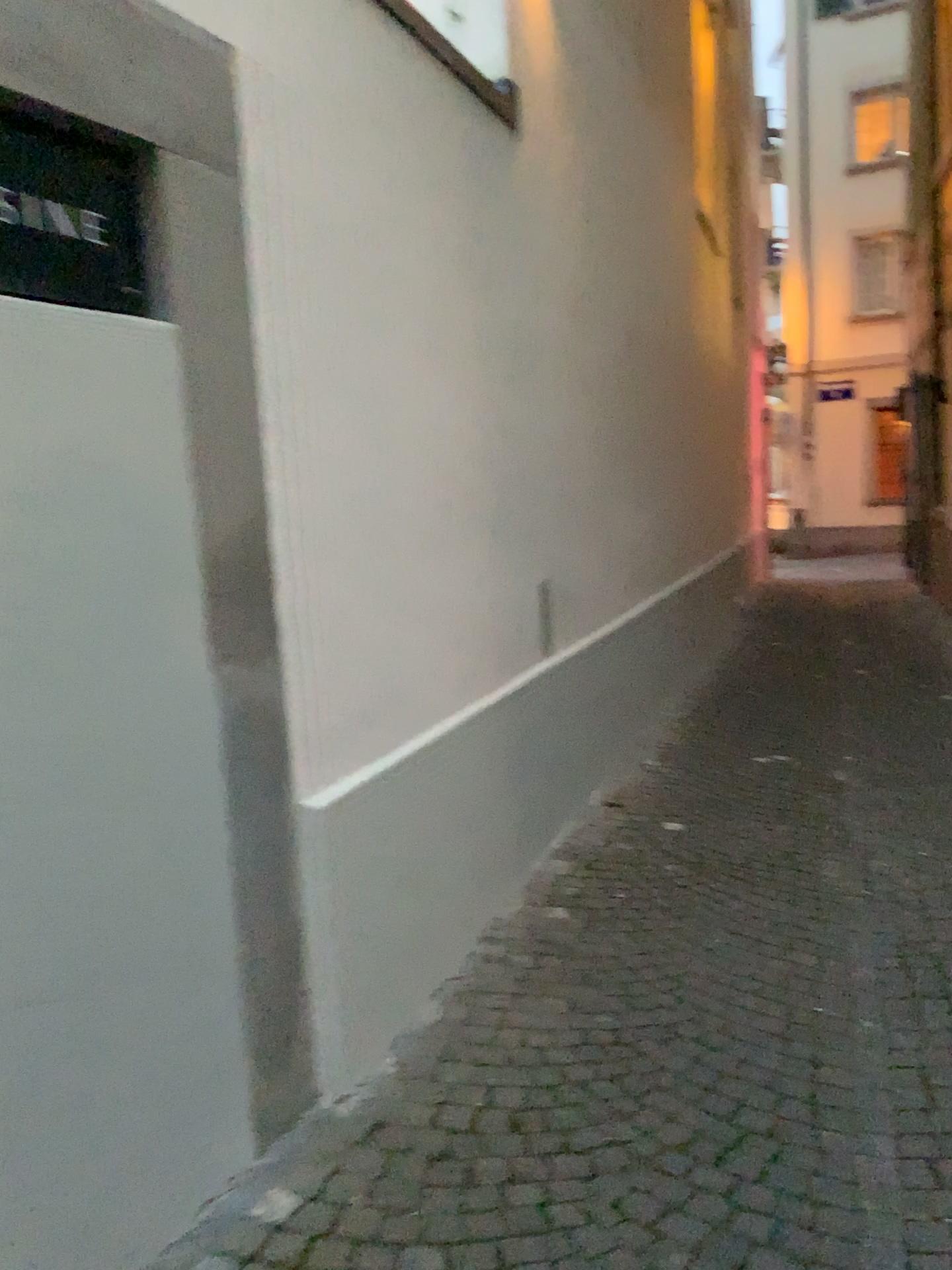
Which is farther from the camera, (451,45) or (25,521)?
(451,45)

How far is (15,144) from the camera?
1.6m

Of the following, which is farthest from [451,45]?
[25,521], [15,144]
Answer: [25,521]

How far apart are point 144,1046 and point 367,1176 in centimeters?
51cm

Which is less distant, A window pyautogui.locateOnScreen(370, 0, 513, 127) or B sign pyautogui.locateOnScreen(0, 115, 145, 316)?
B sign pyautogui.locateOnScreen(0, 115, 145, 316)

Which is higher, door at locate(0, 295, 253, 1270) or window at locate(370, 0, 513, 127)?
window at locate(370, 0, 513, 127)

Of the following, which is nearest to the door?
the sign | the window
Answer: the sign

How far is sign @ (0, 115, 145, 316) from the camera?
1.6 meters

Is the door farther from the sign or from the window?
the window
